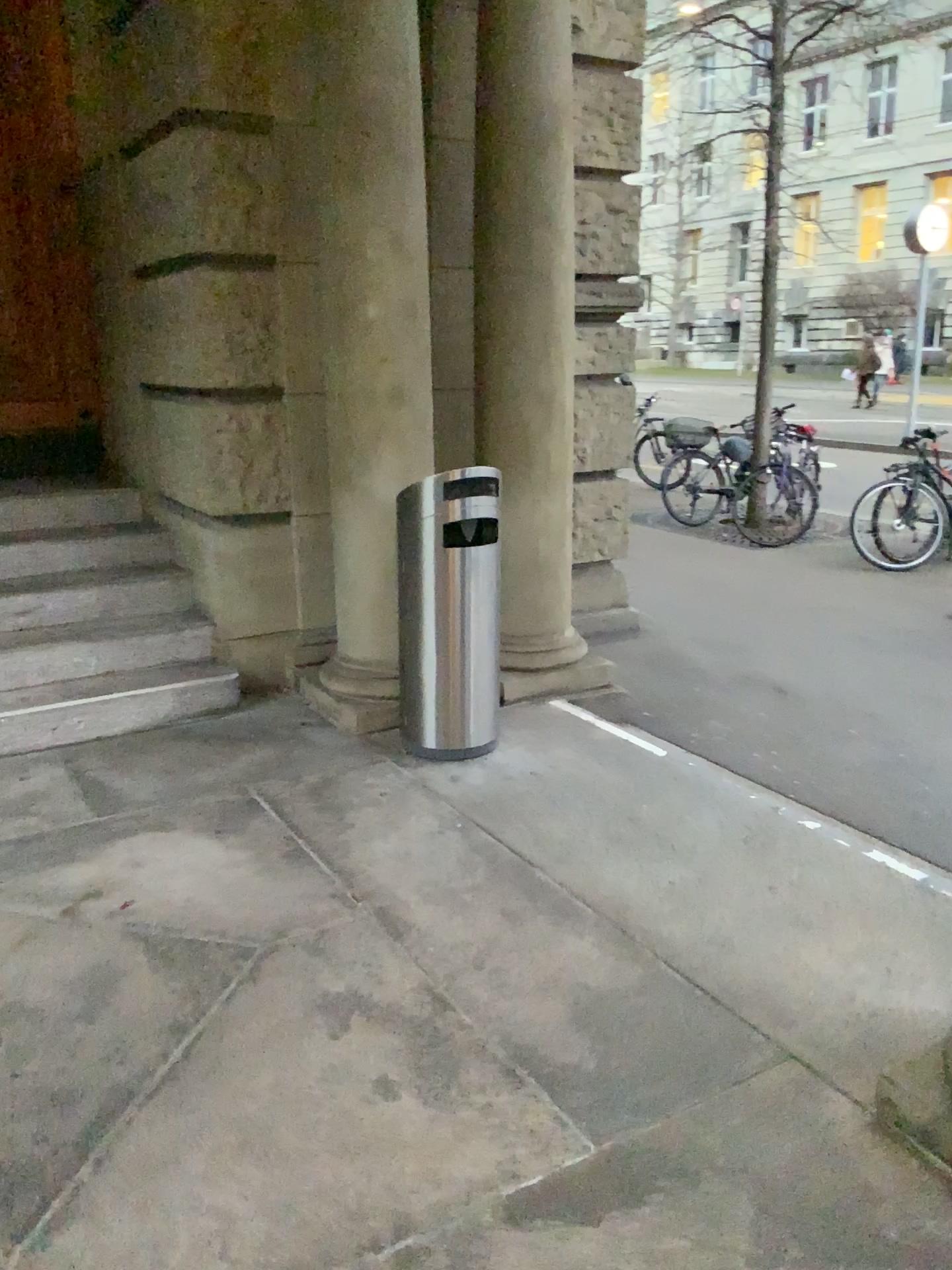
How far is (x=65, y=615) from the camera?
4.45m

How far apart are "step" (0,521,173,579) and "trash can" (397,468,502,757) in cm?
168

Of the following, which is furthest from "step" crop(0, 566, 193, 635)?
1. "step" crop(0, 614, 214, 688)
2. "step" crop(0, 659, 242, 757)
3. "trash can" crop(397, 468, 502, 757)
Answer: "trash can" crop(397, 468, 502, 757)

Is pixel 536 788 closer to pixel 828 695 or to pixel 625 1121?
pixel 625 1121

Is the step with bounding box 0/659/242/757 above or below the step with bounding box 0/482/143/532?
below

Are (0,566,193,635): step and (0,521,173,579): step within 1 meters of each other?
yes

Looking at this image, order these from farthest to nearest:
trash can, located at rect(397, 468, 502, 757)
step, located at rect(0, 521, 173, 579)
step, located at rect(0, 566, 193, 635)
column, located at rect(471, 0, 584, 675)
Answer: step, located at rect(0, 521, 173, 579)
step, located at rect(0, 566, 193, 635)
column, located at rect(471, 0, 584, 675)
trash can, located at rect(397, 468, 502, 757)

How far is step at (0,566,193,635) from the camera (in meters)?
4.45

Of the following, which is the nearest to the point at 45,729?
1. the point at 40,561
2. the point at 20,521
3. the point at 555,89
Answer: the point at 40,561

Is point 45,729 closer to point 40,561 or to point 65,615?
point 65,615
